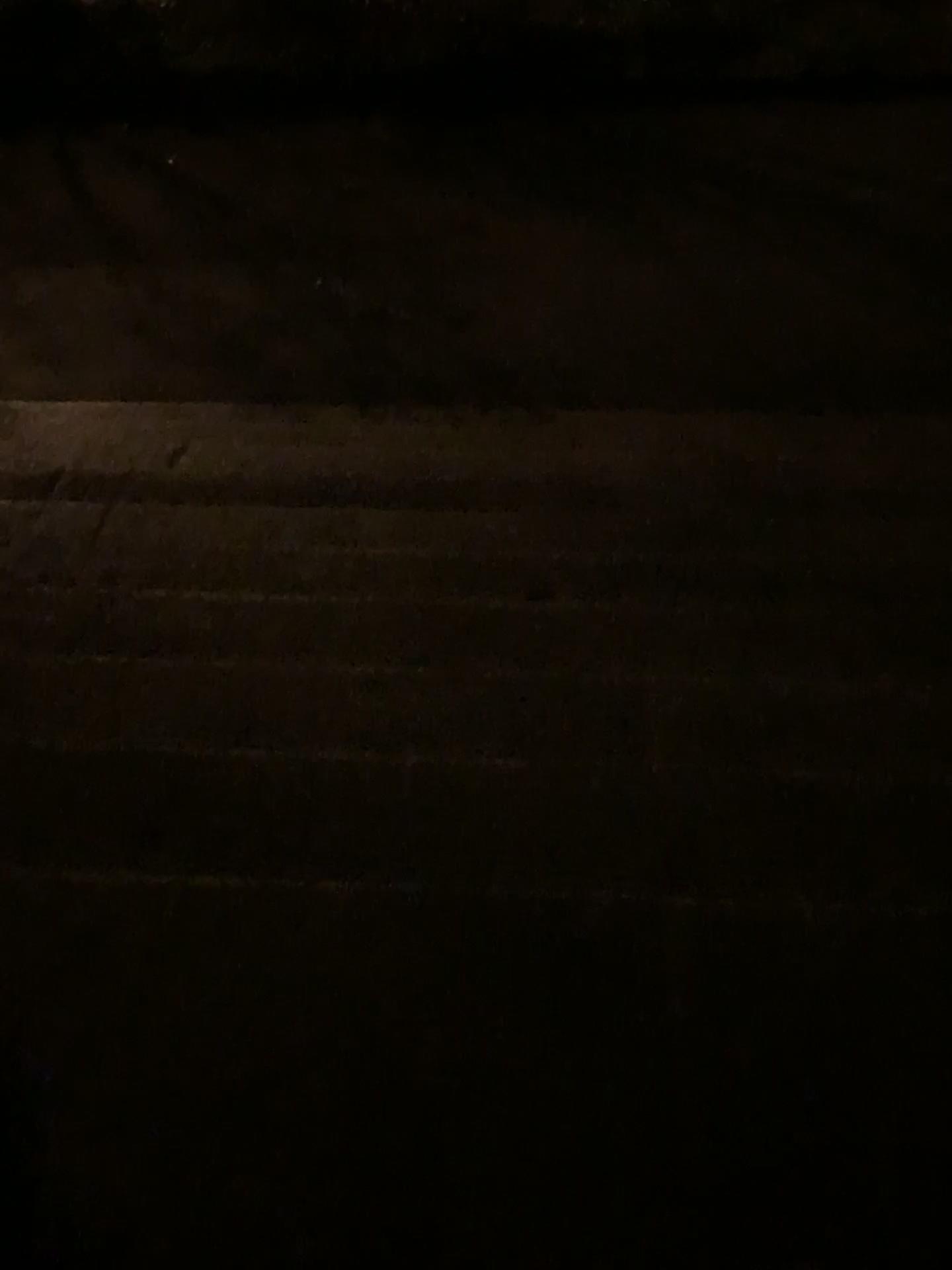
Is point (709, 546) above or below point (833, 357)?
above
